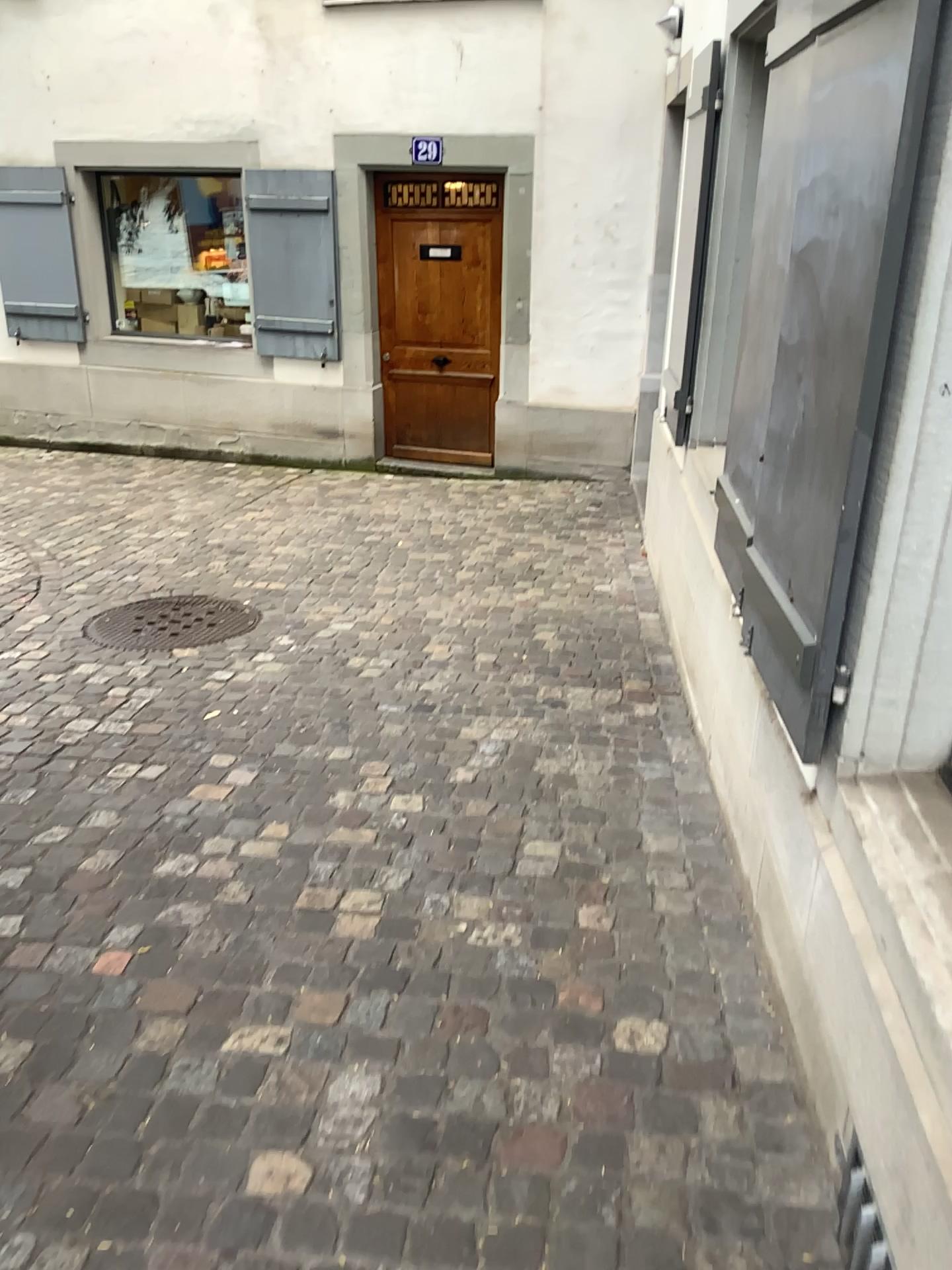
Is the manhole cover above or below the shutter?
below

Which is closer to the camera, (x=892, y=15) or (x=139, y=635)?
(x=892, y=15)

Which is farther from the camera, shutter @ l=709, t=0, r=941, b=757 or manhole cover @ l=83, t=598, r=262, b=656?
manhole cover @ l=83, t=598, r=262, b=656

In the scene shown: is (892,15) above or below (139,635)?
above

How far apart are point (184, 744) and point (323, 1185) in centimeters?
188cm
